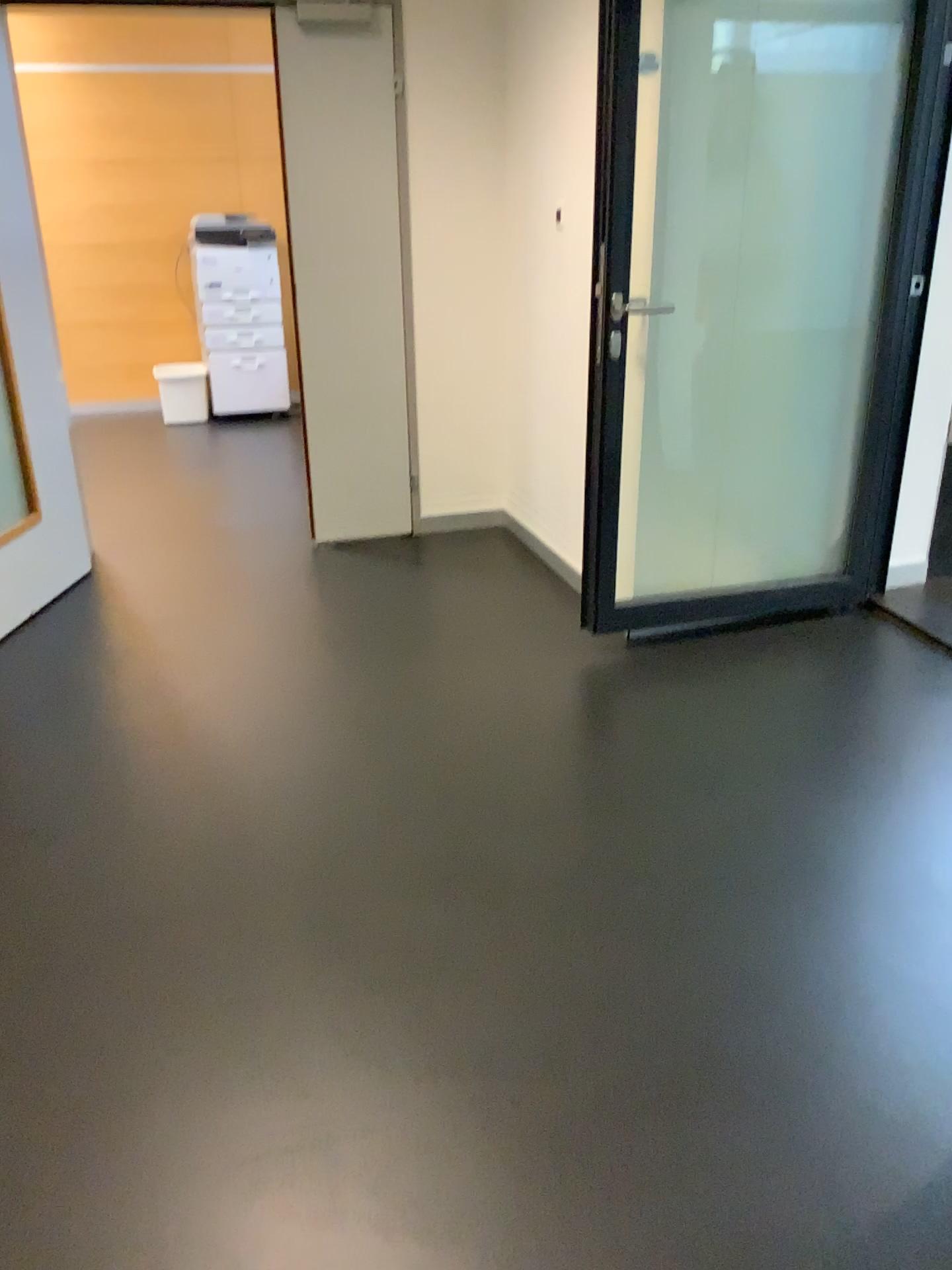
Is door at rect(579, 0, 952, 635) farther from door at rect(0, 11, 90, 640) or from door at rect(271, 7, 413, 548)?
door at rect(0, 11, 90, 640)

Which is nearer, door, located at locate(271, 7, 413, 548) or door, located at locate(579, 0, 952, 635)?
door, located at locate(579, 0, 952, 635)

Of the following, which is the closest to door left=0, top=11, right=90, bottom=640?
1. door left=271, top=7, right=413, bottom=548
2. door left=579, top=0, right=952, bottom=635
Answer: door left=271, top=7, right=413, bottom=548

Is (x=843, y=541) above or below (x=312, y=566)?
above

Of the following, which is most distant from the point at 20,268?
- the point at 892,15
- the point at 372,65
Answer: the point at 892,15

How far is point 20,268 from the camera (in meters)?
3.62

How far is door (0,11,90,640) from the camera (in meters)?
3.62

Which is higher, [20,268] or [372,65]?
[372,65]
